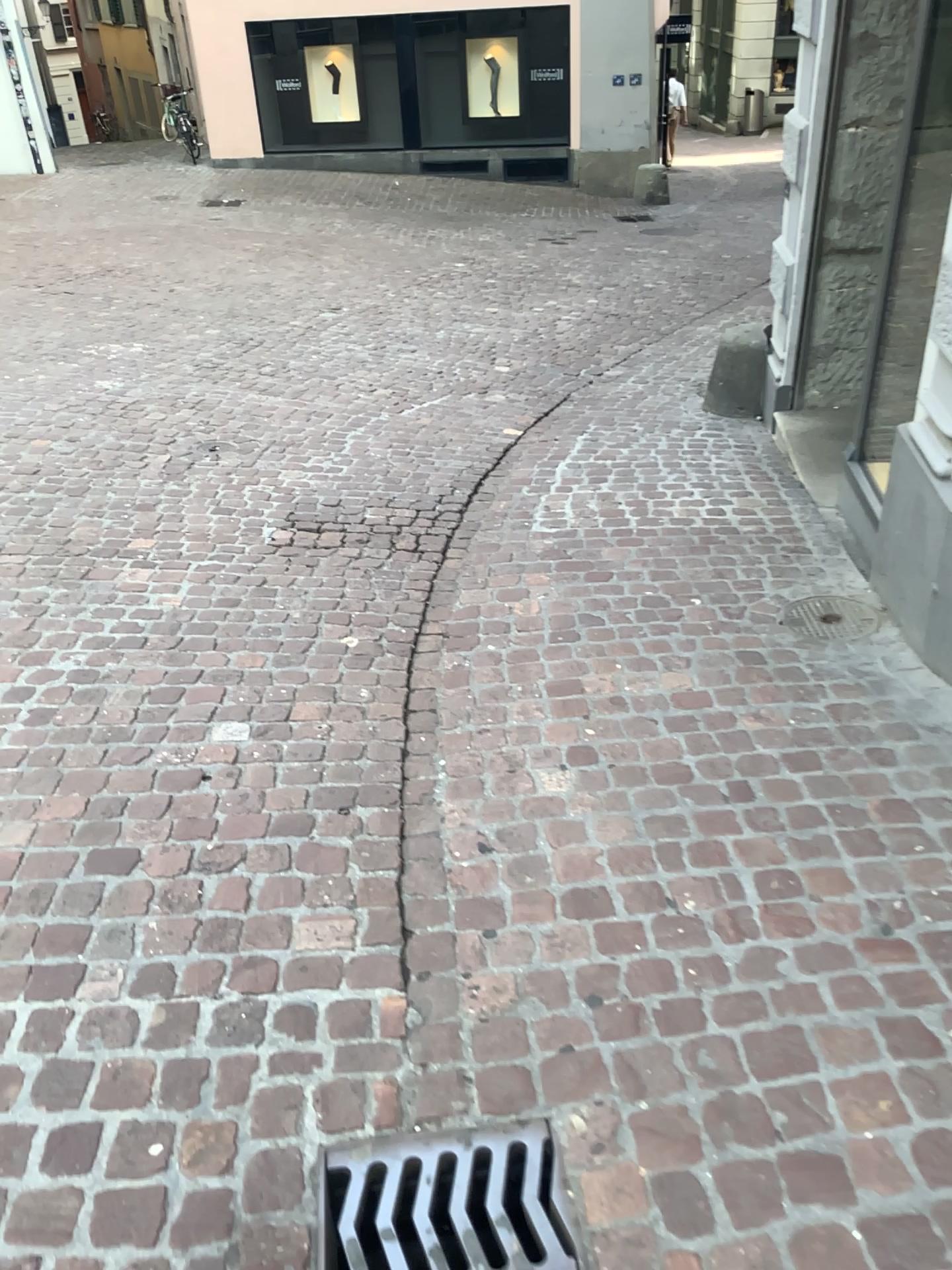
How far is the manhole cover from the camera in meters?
3.1

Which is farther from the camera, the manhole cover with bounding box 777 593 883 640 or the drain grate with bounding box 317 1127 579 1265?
the manhole cover with bounding box 777 593 883 640

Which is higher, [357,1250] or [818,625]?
[818,625]

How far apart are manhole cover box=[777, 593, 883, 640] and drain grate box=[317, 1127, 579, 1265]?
1.8m

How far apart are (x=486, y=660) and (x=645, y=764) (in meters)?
0.68

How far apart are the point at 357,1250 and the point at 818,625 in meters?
2.2 m

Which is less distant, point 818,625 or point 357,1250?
point 357,1250

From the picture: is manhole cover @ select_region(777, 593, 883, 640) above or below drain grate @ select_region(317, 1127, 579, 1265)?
above

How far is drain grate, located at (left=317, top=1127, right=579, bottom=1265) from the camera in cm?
153
